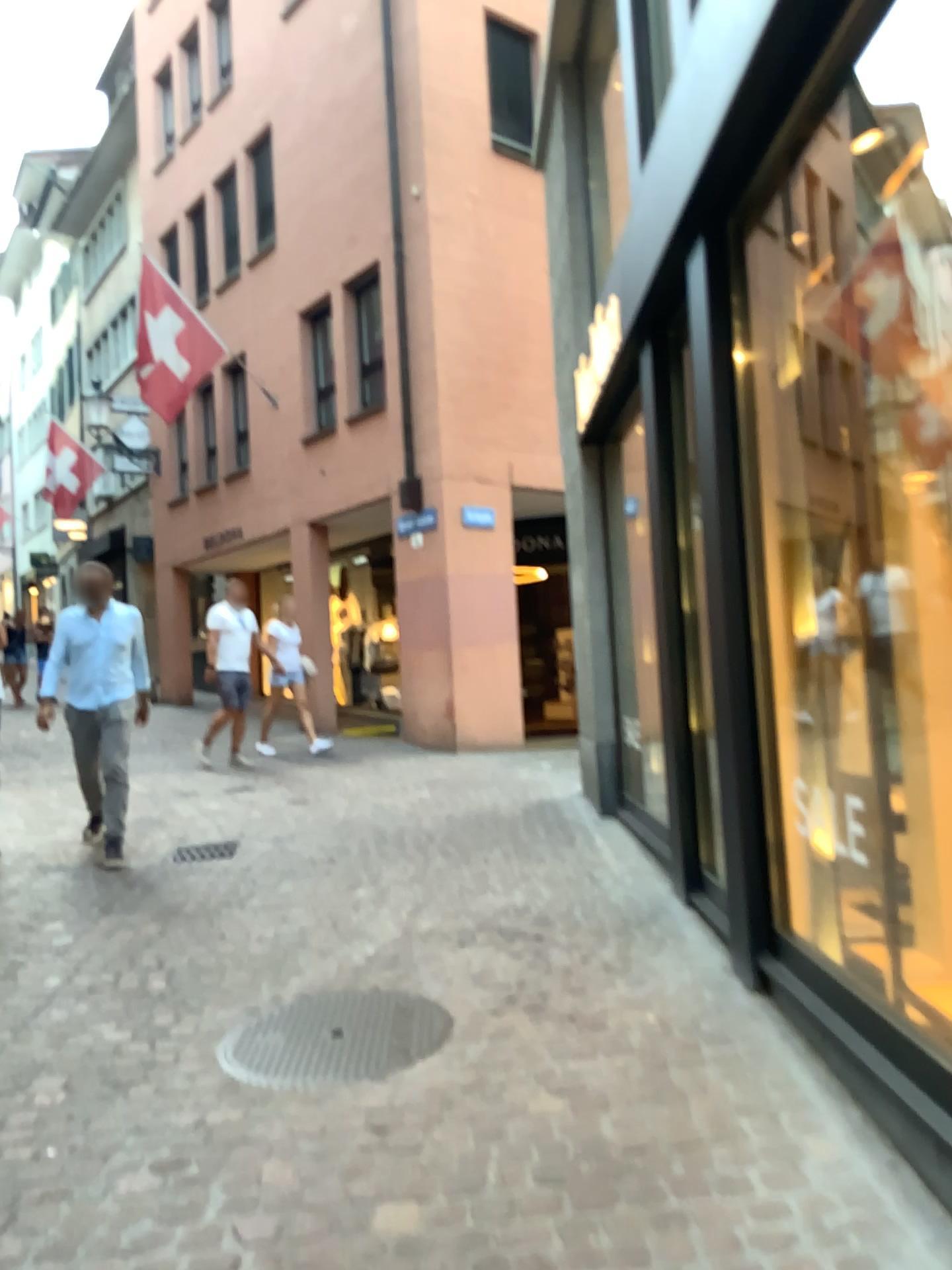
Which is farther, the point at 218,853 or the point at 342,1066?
the point at 218,853

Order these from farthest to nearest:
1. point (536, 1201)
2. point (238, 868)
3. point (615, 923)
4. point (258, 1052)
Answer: point (238, 868)
point (615, 923)
point (258, 1052)
point (536, 1201)

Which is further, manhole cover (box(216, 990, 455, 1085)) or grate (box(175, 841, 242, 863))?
grate (box(175, 841, 242, 863))
